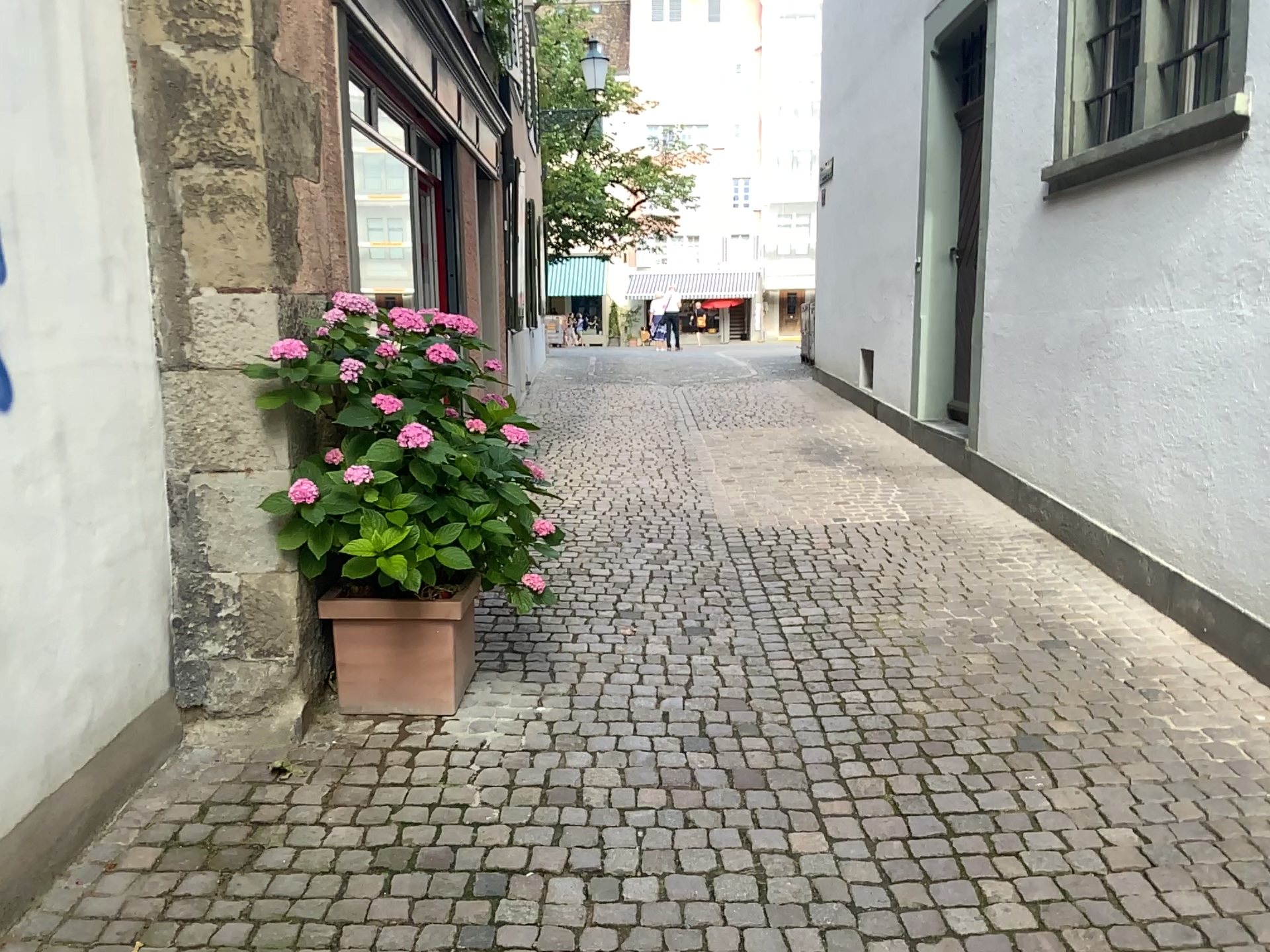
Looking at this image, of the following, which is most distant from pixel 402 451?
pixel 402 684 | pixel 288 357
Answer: pixel 402 684

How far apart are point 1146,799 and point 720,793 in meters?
1.1

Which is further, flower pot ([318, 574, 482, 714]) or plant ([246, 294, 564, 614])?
flower pot ([318, 574, 482, 714])

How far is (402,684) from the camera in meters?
3.4 m

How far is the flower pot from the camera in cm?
338

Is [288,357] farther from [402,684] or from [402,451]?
[402,684]
